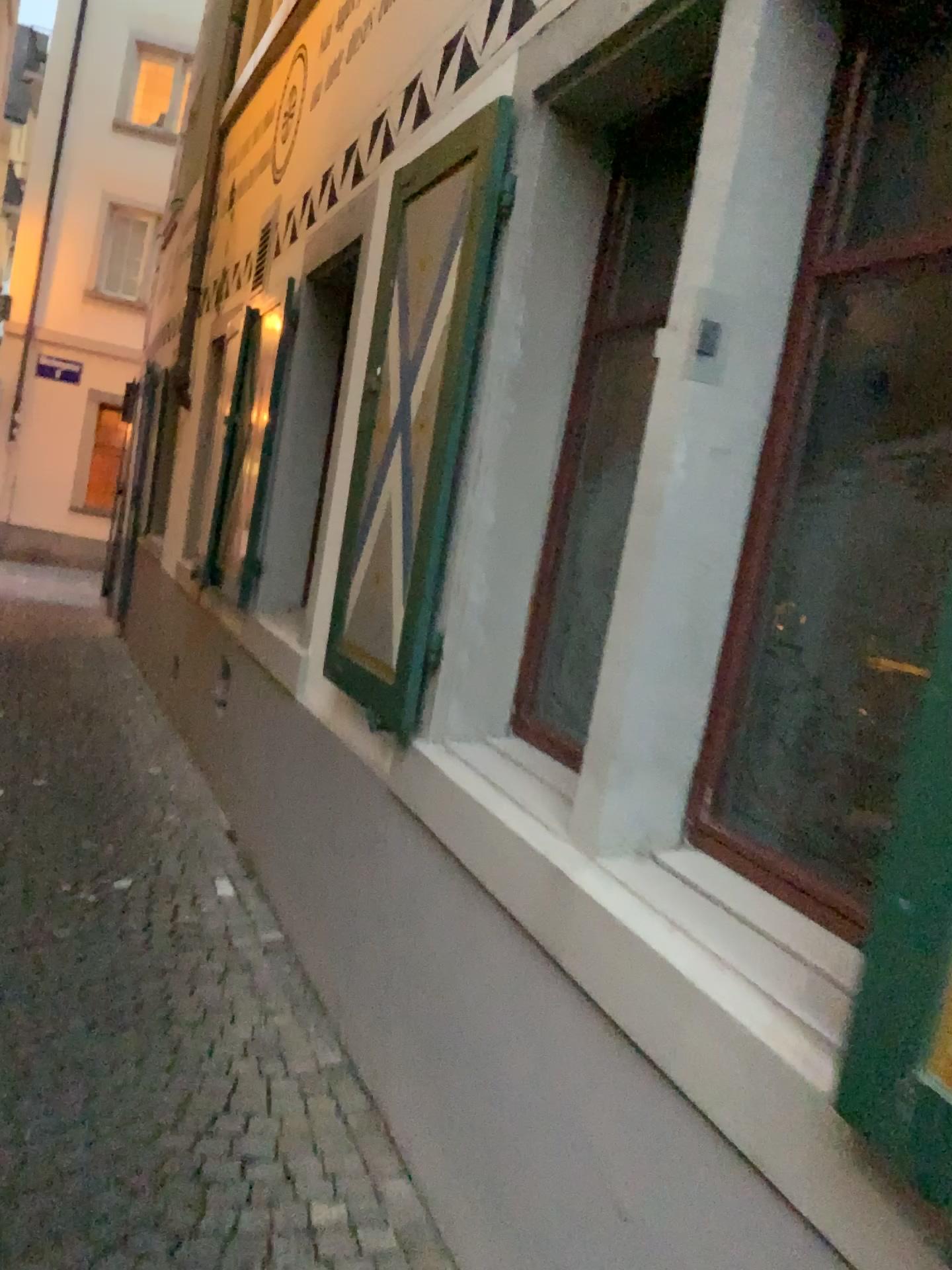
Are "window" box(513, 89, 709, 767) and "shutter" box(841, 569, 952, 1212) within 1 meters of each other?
no

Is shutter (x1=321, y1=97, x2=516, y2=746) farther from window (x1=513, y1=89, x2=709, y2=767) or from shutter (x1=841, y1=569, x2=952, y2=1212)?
shutter (x1=841, y1=569, x2=952, y2=1212)

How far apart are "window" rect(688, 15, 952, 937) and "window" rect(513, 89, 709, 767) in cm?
65

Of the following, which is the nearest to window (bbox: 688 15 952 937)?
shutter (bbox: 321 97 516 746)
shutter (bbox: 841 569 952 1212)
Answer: shutter (bbox: 841 569 952 1212)

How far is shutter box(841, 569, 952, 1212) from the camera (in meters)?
0.96

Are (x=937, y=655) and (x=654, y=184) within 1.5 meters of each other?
no

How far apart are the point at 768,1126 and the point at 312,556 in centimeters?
346cm

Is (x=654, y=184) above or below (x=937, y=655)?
above

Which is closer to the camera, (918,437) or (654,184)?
(918,437)

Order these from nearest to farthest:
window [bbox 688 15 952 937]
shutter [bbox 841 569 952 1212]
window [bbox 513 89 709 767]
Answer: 1. shutter [bbox 841 569 952 1212]
2. window [bbox 688 15 952 937]
3. window [bbox 513 89 709 767]
